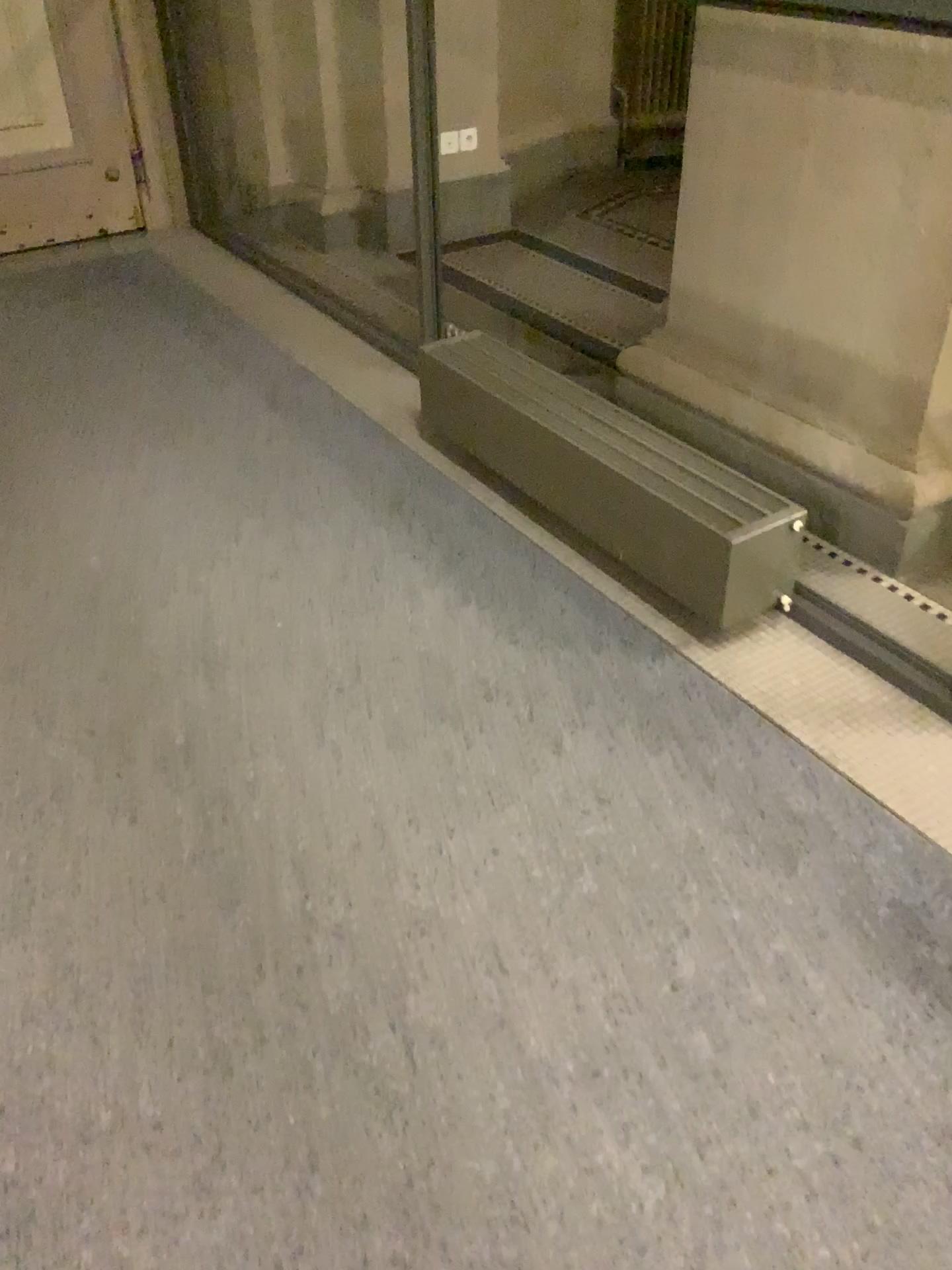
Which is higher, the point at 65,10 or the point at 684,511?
the point at 65,10

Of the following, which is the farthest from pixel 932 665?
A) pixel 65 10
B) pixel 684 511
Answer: pixel 65 10

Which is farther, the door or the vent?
the door

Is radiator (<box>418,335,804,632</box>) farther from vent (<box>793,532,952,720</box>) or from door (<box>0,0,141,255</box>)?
door (<box>0,0,141,255</box>)

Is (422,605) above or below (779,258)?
below

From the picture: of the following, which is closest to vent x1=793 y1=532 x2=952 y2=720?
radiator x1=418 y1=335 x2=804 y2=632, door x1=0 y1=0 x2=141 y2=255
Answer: radiator x1=418 y1=335 x2=804 y2=632

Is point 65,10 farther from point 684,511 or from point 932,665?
point 932,665

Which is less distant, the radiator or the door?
the radiator
